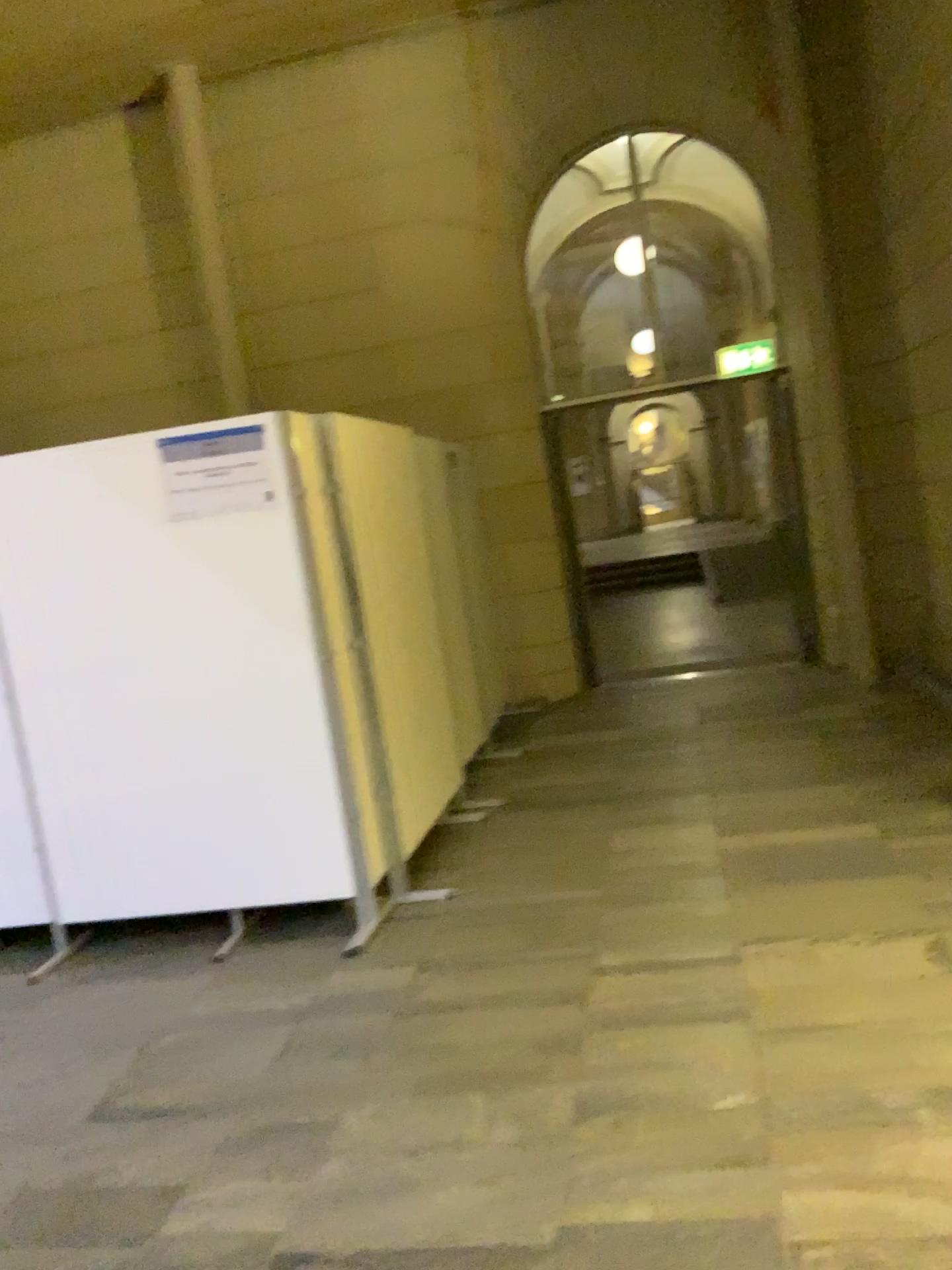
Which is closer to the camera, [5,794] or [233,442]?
[233,442]

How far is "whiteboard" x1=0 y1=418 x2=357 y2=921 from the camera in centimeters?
386cm

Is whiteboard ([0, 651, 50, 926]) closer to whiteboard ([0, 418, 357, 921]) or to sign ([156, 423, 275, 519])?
whiteboard ([0, 418, 357, 921])

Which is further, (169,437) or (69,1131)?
(169,437)

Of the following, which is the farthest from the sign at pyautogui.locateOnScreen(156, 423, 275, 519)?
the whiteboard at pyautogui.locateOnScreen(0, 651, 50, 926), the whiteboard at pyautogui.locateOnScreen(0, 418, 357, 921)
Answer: the whiteboard at pyautogui.locateOnScreen(0, 651, 50, 926)

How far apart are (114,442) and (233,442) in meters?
0.5

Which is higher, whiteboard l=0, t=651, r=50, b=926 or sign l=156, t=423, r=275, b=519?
sign l=156, t=423, r=275, b=519

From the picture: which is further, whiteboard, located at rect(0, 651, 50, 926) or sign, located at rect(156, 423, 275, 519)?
whiteboard, located at rect(0, 651, 50, 926)

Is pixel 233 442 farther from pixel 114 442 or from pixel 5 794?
pixel 5 794
